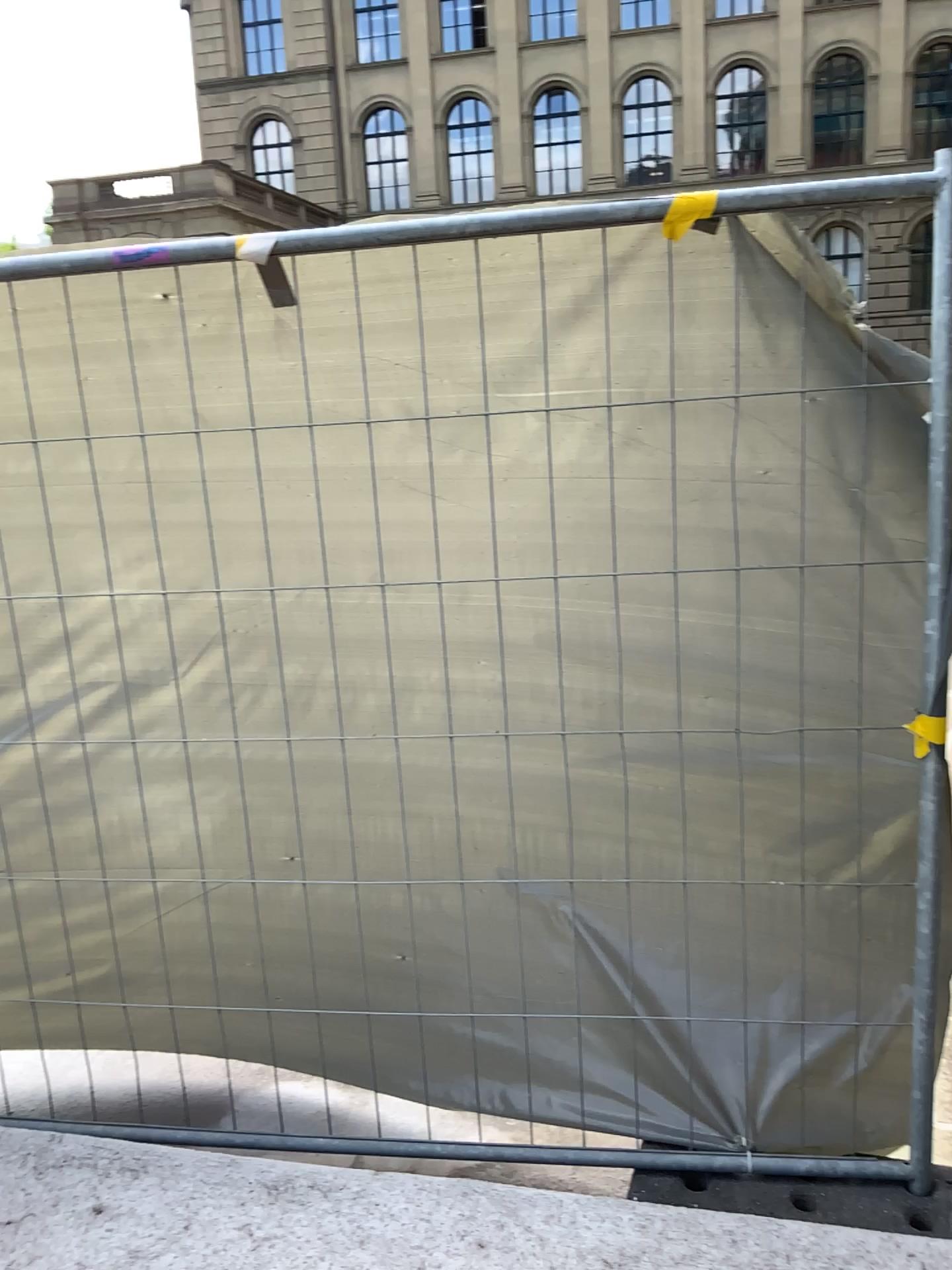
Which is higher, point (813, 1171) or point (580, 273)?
point (580, 273)
